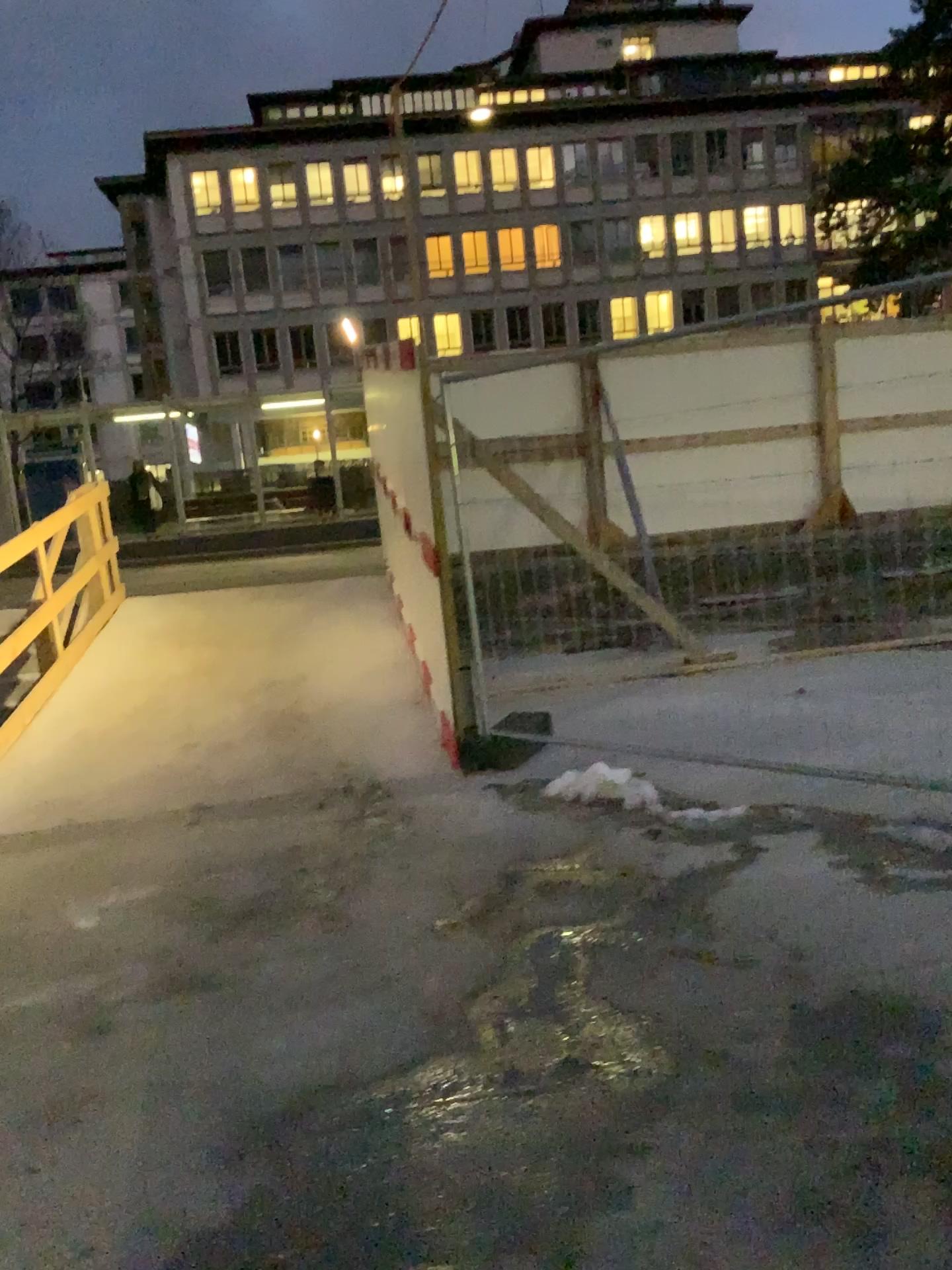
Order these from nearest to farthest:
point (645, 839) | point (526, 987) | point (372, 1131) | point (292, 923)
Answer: point (372, 1131), point (526, 987), point (292, 923), point (645, 839)
